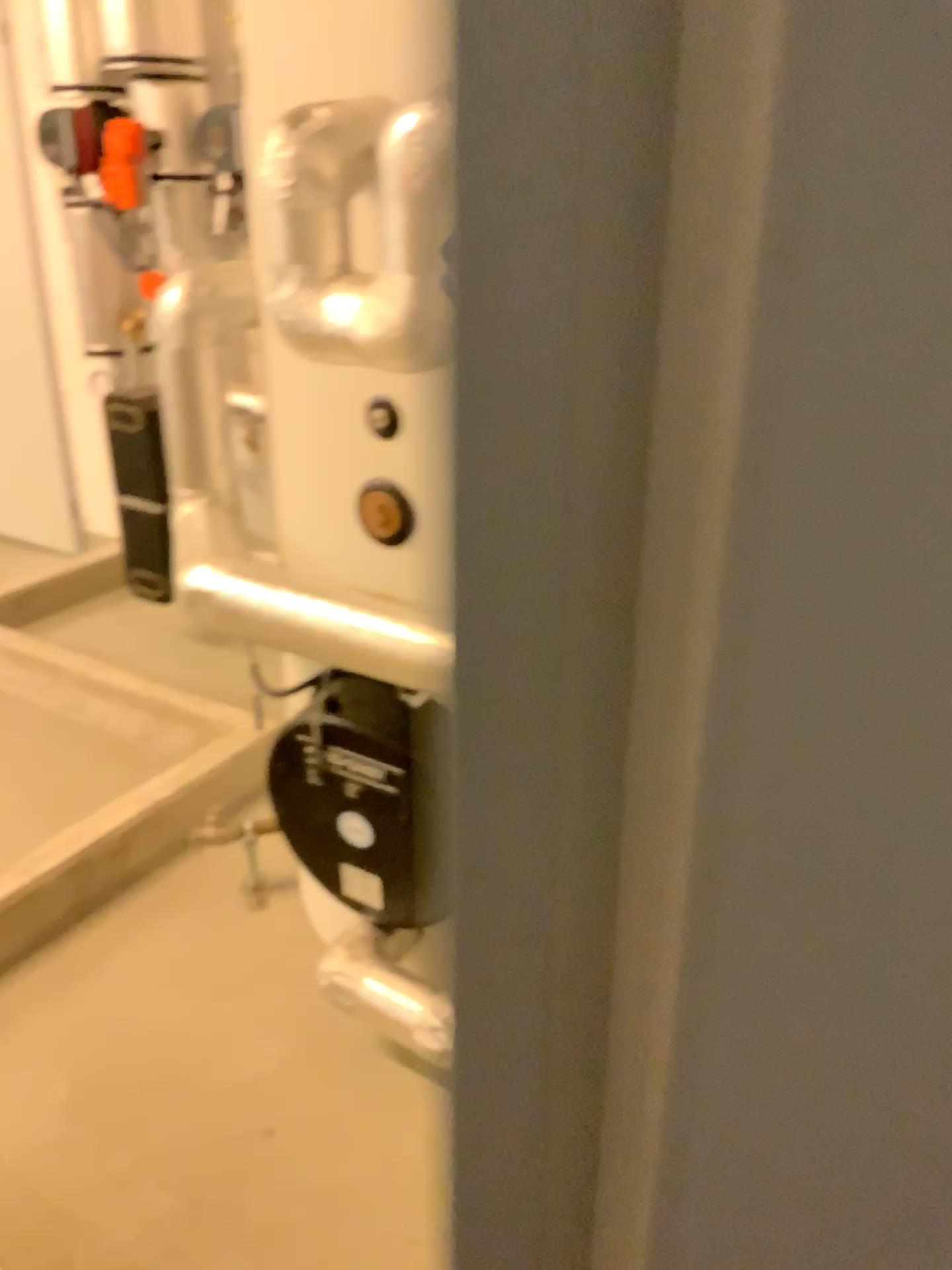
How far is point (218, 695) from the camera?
2.9m

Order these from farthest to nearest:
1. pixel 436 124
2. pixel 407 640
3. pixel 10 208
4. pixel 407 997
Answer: pixel 10 208 → pixel 407 997 → pixel 407 640 → pixel 436 124

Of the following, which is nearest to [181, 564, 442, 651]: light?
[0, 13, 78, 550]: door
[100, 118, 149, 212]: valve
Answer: [100, 118, 149, 212]: valve

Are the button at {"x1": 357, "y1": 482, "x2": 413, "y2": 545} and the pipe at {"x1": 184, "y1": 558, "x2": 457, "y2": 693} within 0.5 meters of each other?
yes

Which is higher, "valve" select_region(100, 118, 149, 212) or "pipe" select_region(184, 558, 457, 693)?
"valve" select_region(100, 118, 149, 212)

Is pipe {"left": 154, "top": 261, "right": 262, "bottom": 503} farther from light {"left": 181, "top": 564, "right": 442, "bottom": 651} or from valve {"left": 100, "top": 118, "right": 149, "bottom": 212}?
valve {"left": 100, "top": 118, "right": 149, "bottom": 212}

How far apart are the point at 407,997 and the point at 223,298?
1.1 meters

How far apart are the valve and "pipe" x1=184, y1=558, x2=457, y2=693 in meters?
1.6

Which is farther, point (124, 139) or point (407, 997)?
point (124, 139)

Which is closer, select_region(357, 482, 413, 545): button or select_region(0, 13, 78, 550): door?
select_region(357, 482, 413, 545): button
